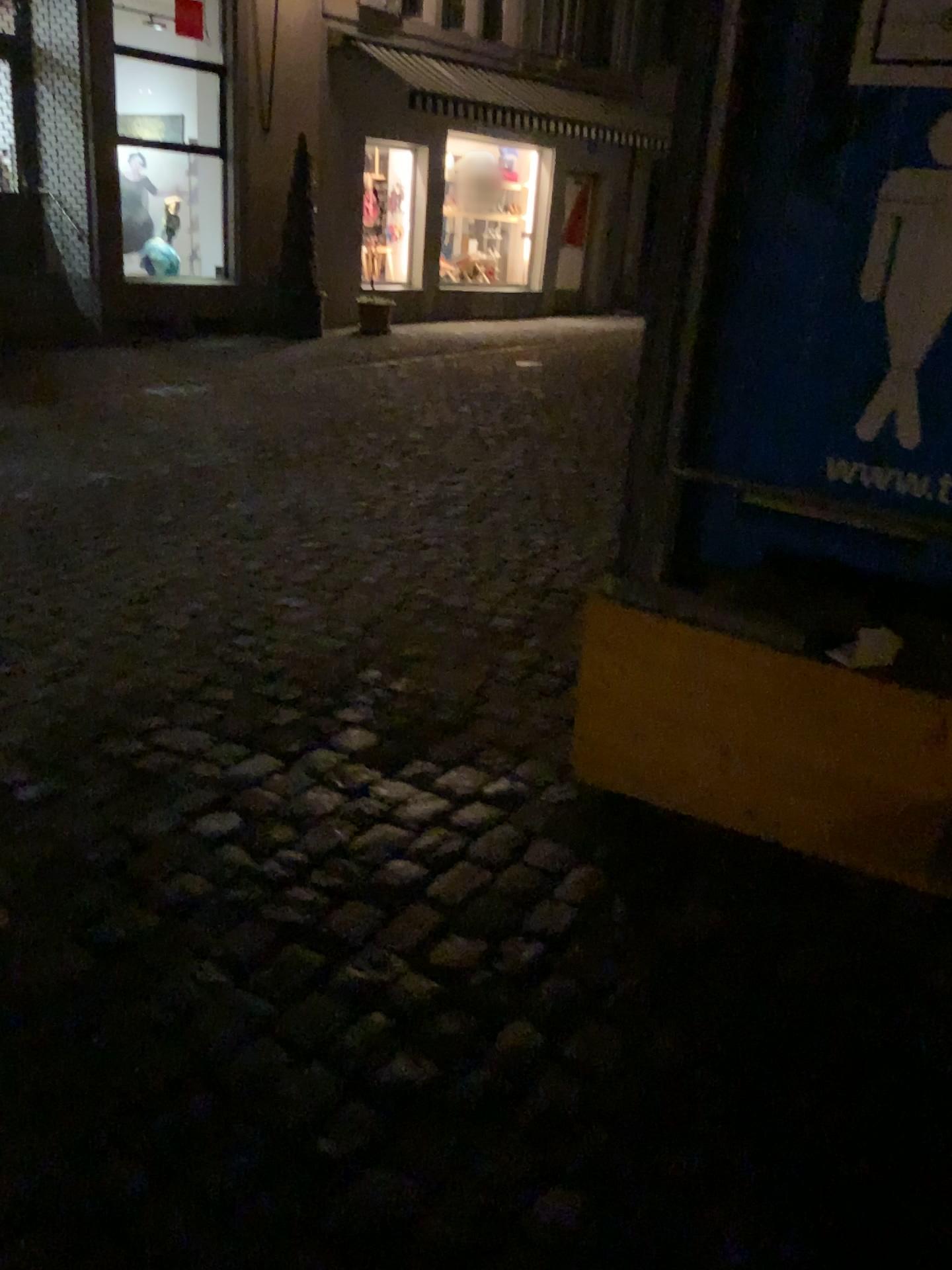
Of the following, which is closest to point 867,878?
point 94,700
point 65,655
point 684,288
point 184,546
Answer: point 684,288

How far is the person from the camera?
2.0m

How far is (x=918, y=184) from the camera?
2.0m
